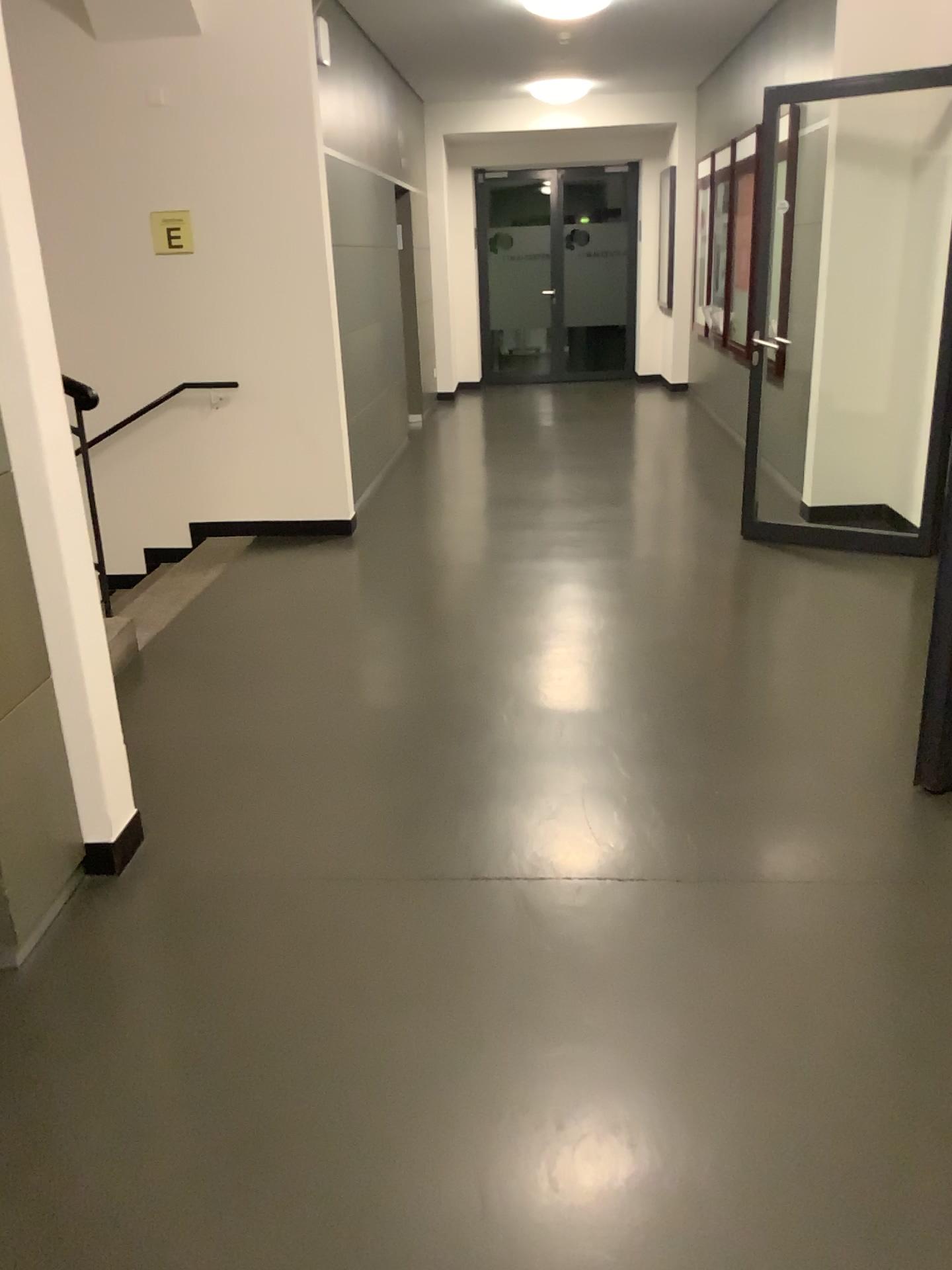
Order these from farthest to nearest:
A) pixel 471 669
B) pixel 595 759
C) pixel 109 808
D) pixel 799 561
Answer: pixel 799 561
pixel 471 669
pixel 595 759
pixel 109 808
